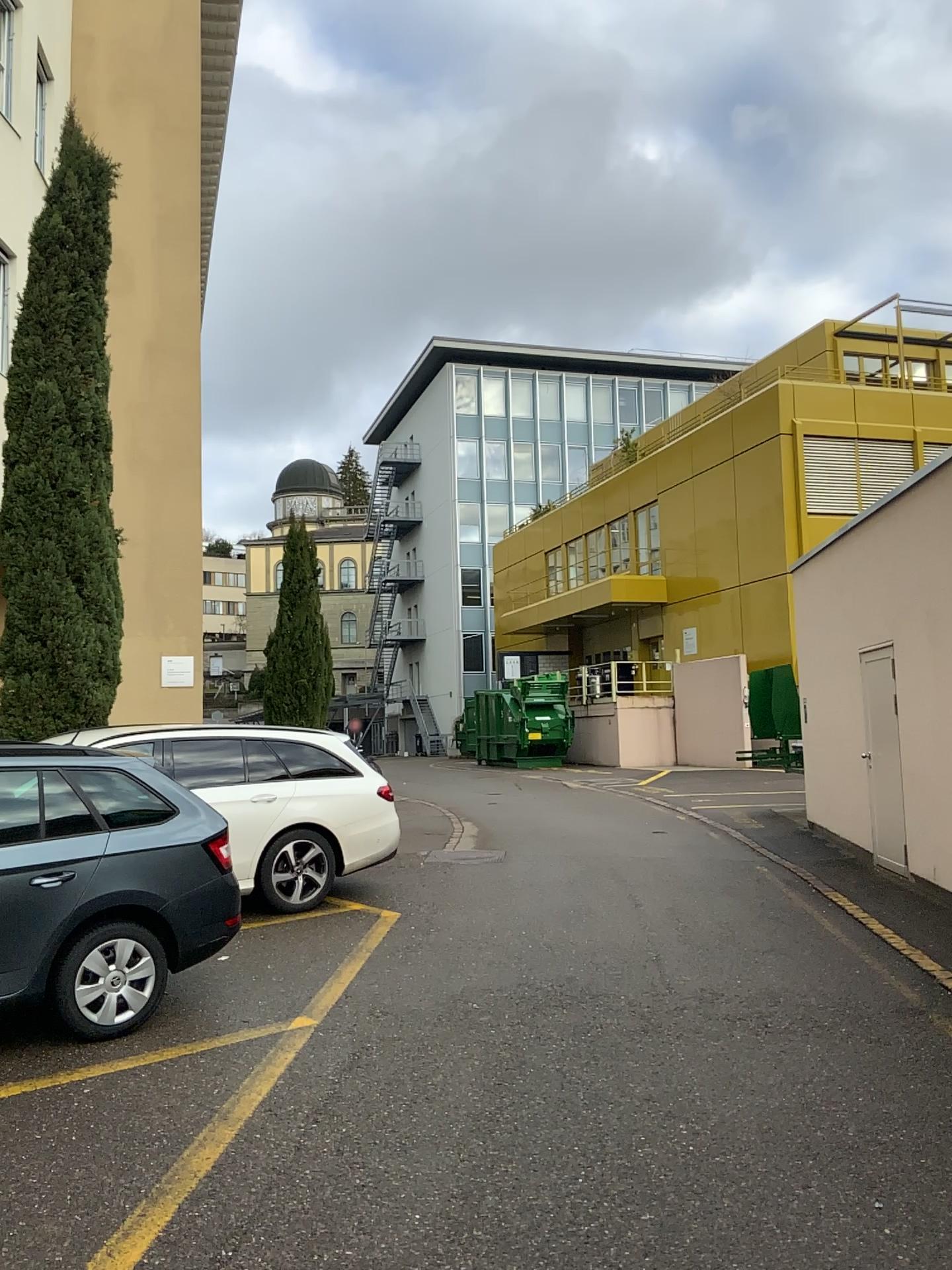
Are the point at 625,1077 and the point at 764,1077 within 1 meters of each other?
yes
